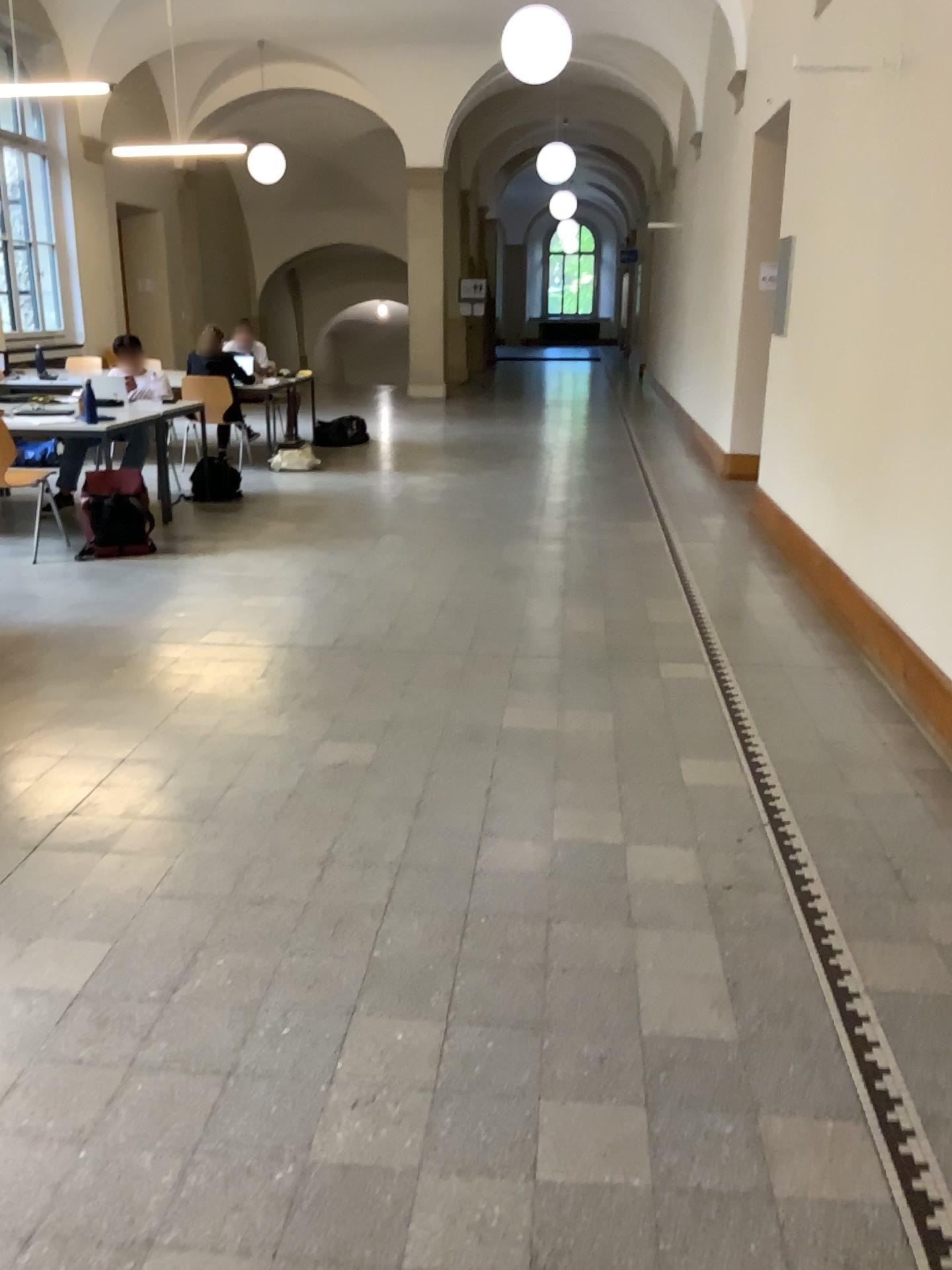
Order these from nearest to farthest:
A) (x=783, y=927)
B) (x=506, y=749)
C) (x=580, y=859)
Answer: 1. (x=783, y=927)
2. (x=580, y=859)
3. (x=506, y=749)
